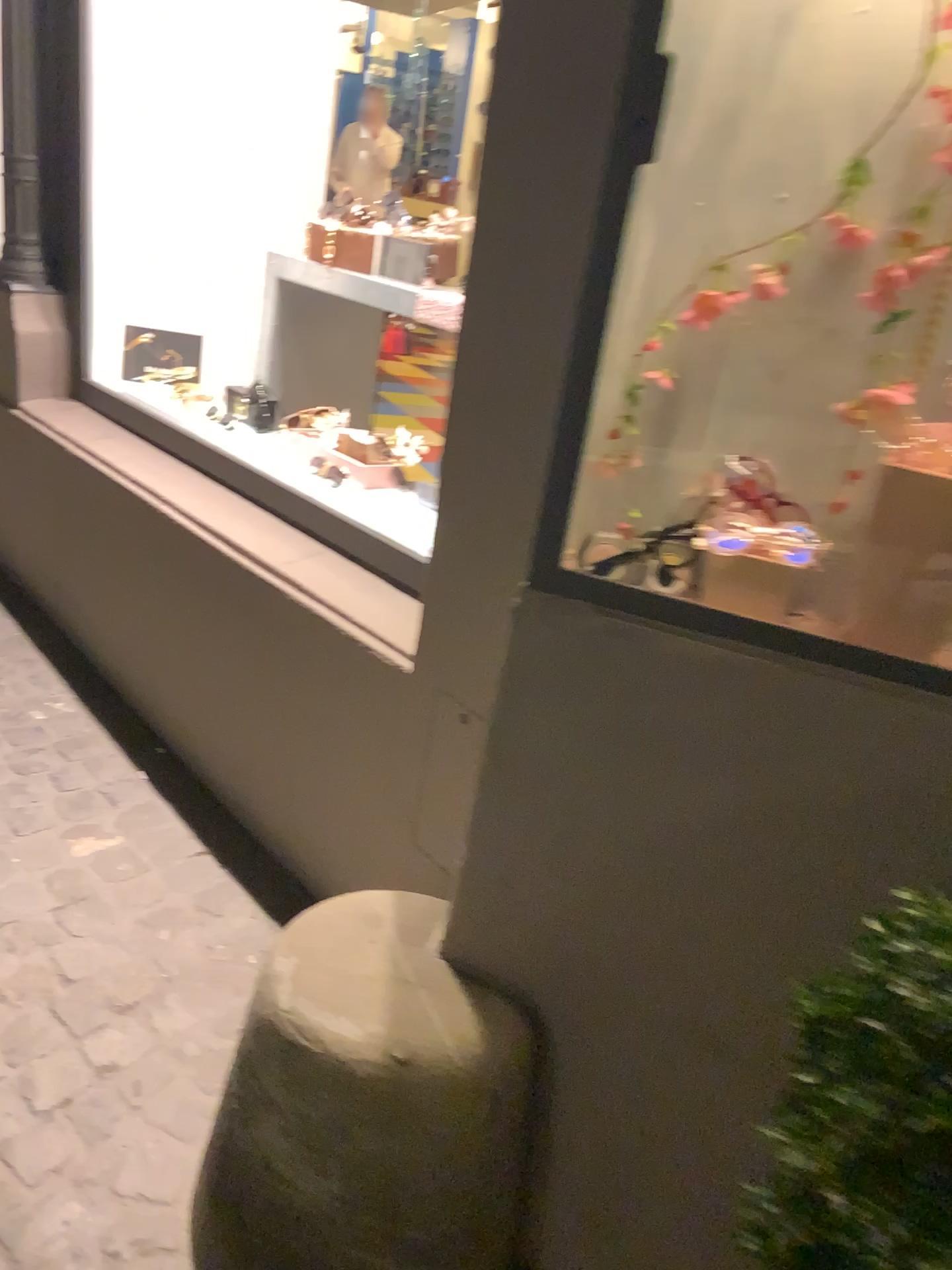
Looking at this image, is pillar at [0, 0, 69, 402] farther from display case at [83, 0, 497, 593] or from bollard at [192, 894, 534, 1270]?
bollard at [192, 894, 534, 1270]

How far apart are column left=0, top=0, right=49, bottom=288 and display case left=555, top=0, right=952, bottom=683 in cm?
214

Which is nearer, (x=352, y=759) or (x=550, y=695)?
(x=550, y=695)

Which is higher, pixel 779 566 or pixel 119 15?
pixel 119 15

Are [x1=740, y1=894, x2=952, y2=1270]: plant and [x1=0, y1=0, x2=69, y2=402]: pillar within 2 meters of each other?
no

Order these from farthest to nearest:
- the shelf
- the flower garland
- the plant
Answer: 1. the shelf
2. the flower garland
3. the plant

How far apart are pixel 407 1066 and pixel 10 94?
2.6m

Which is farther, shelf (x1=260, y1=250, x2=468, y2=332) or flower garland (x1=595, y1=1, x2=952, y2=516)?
shelf (x1=260, y1=250, x2=468, y2=332)

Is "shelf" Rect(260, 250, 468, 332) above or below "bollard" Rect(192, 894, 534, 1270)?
above

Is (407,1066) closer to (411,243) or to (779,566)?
(779,566)
